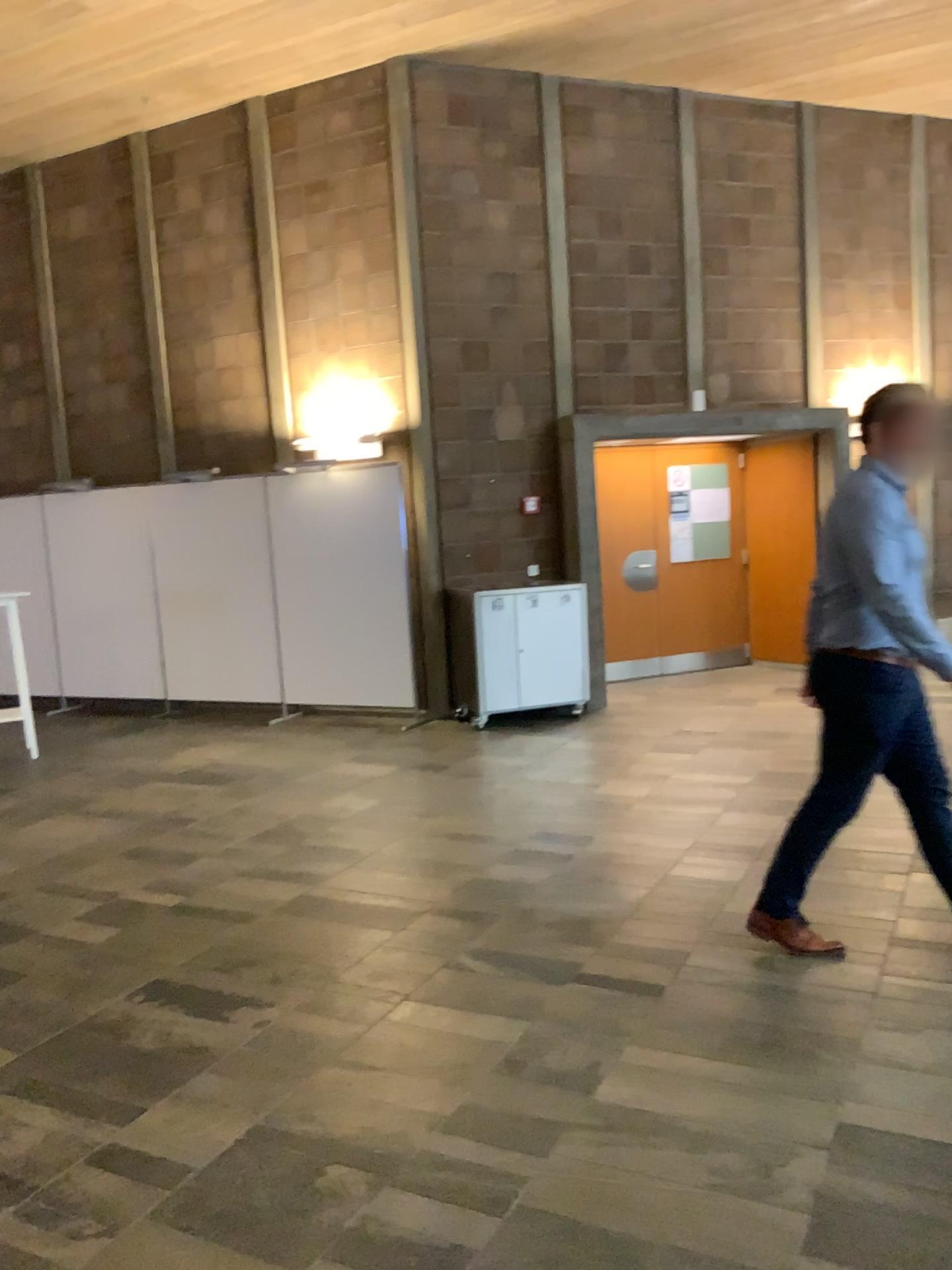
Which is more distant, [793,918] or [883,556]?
[793,918]

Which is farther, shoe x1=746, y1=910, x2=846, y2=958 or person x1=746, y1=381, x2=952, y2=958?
shoe x1=746, y1=910, x2=846, y2=958

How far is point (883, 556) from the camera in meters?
3.2

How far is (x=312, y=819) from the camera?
5.34m

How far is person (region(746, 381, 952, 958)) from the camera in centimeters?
318cm

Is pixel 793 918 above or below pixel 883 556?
below
